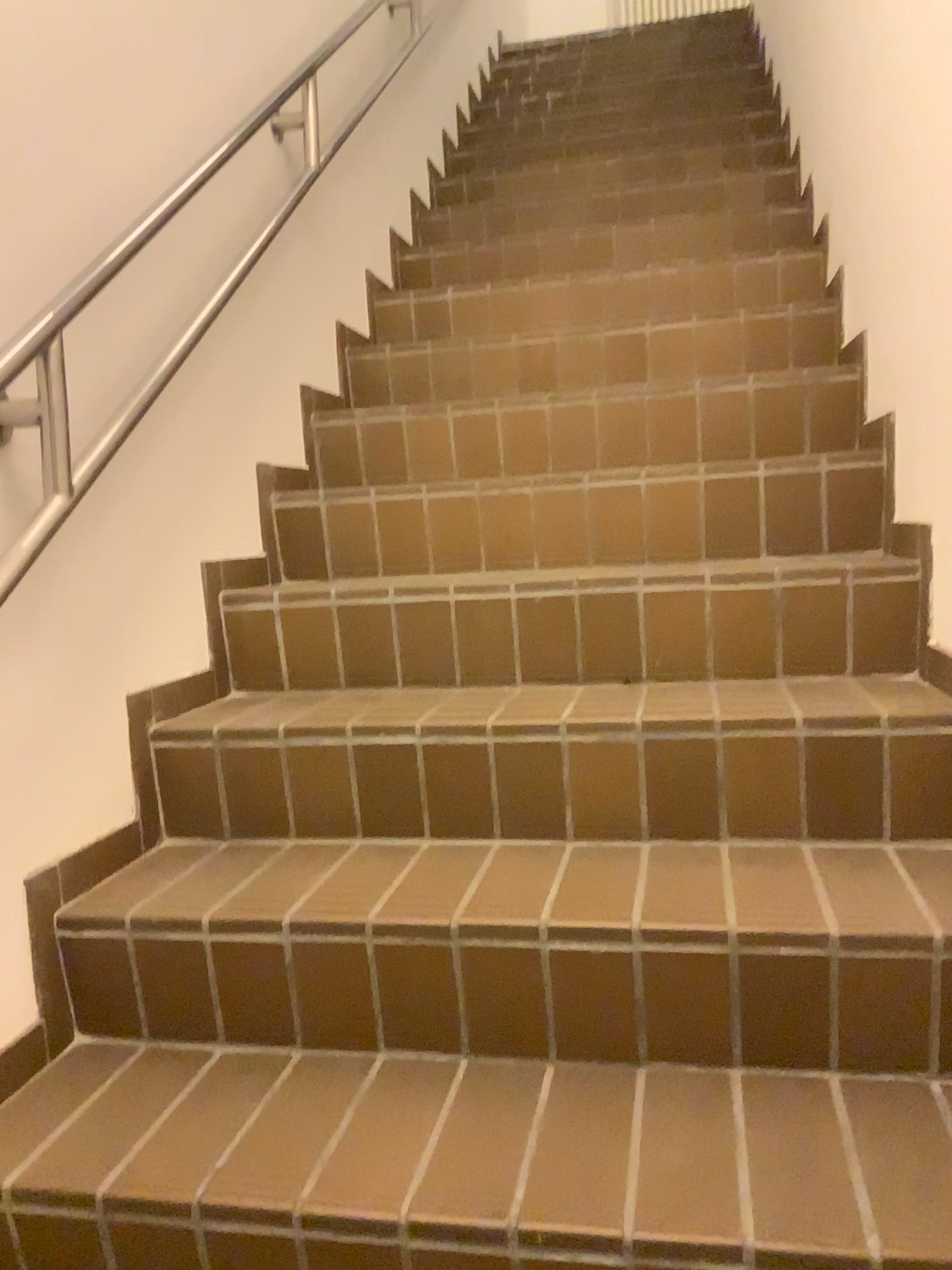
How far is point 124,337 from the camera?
1.6 meters
